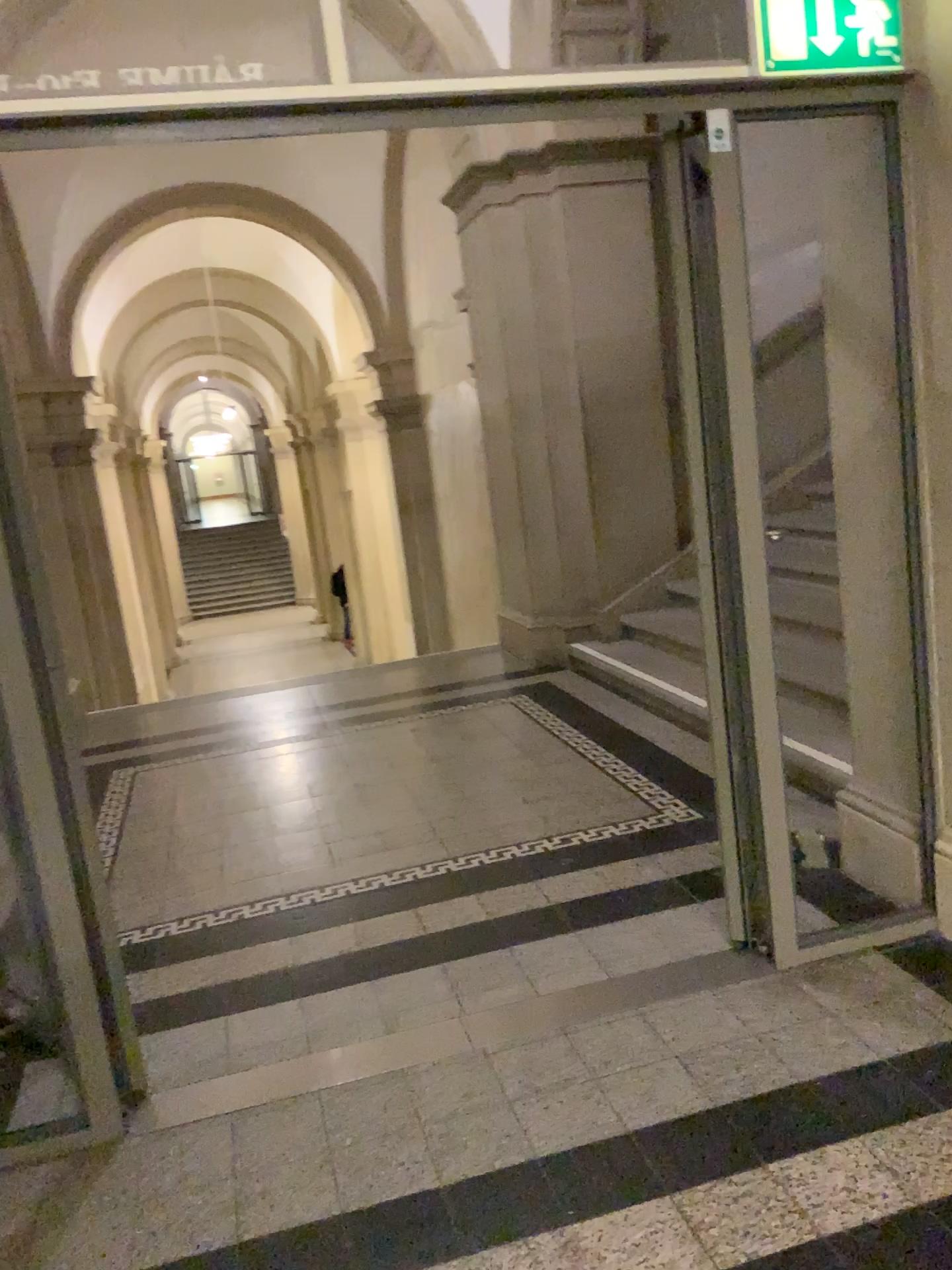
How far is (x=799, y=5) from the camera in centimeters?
237cm

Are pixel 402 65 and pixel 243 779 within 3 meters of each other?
no

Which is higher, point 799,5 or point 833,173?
point 799,5

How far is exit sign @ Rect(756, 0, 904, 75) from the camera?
2.4 meters
